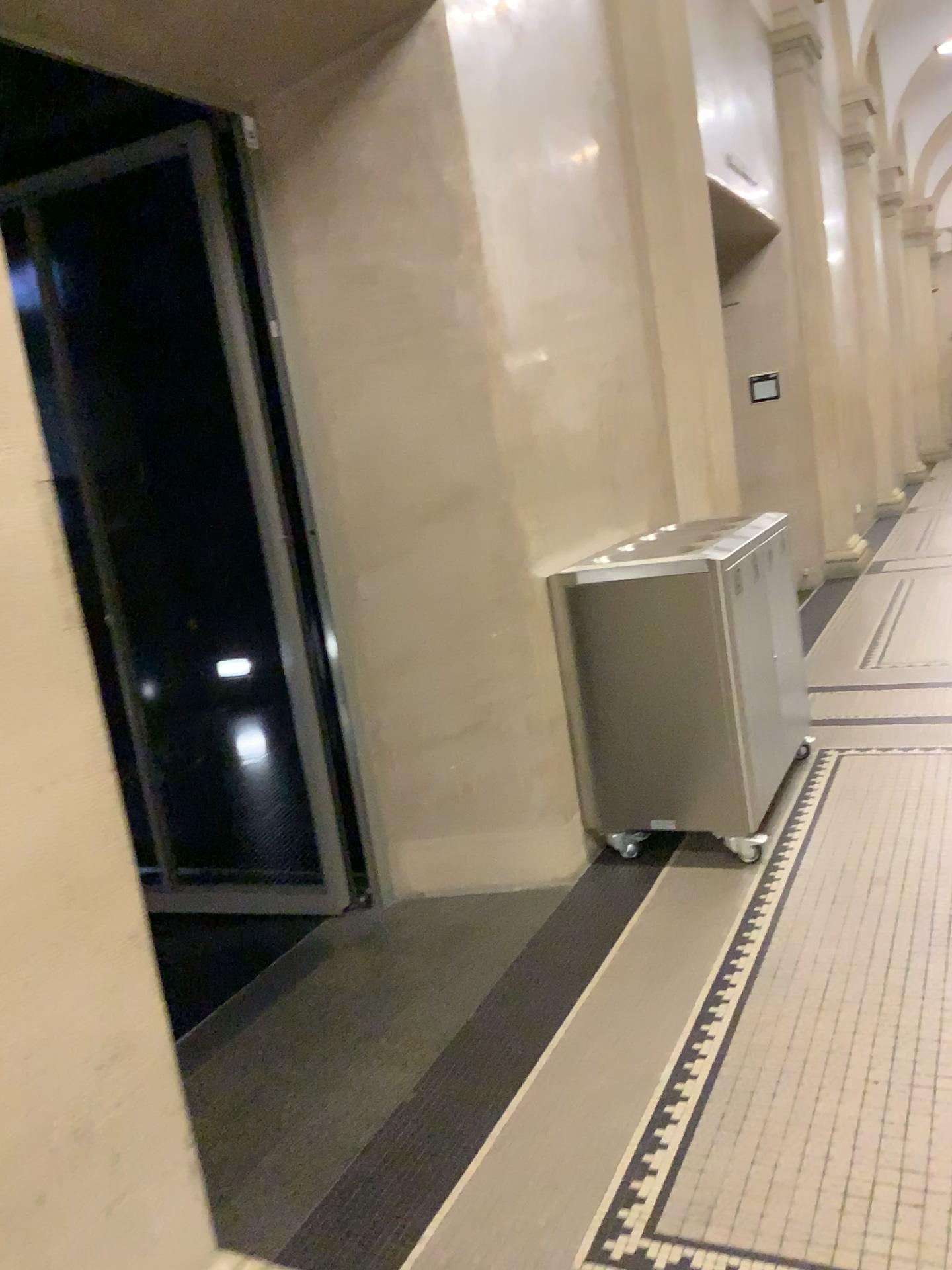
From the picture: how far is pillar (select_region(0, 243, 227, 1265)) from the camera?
1.4m

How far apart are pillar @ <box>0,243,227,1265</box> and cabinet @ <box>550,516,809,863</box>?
2.0 meters

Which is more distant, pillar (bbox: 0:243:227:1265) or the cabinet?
the cabinet

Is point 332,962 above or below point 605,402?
below

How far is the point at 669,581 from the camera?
3.27m

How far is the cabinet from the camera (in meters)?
3.27

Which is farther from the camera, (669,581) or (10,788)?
(669,581)

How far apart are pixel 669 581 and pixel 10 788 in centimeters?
228cm
